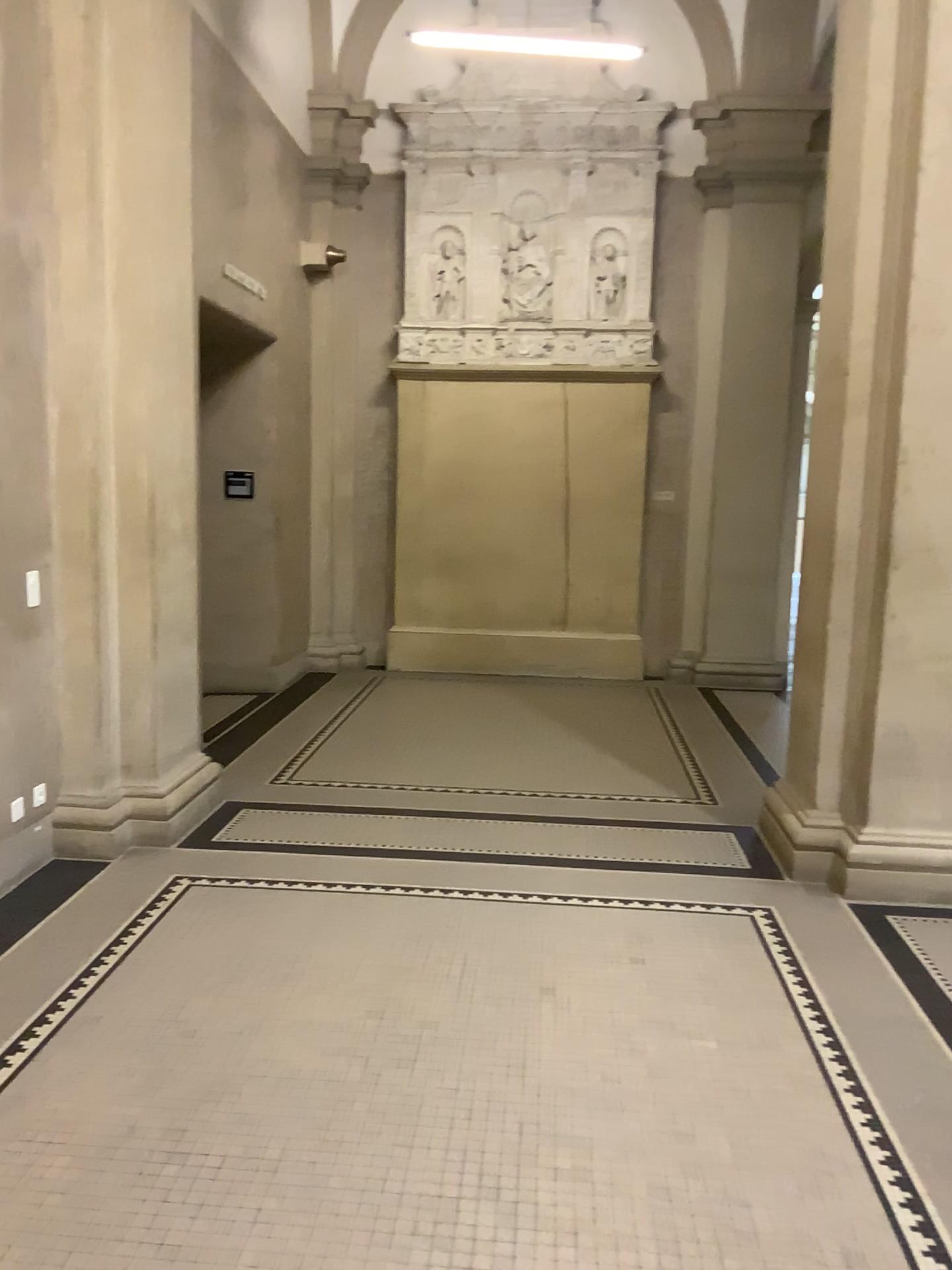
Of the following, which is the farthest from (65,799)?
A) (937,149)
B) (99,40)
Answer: (937,149)

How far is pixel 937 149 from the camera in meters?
4.1 m

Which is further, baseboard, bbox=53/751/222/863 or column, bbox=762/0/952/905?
baseboard, bbox=53/751/222/863

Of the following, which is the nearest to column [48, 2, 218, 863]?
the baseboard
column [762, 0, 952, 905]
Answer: the baseboard

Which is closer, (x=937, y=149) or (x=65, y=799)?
(x=937, y=149)

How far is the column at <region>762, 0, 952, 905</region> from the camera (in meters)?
4.08

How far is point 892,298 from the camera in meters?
4.1 m

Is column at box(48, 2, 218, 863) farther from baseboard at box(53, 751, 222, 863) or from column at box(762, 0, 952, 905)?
column at box(762, 0, 952, 905)
